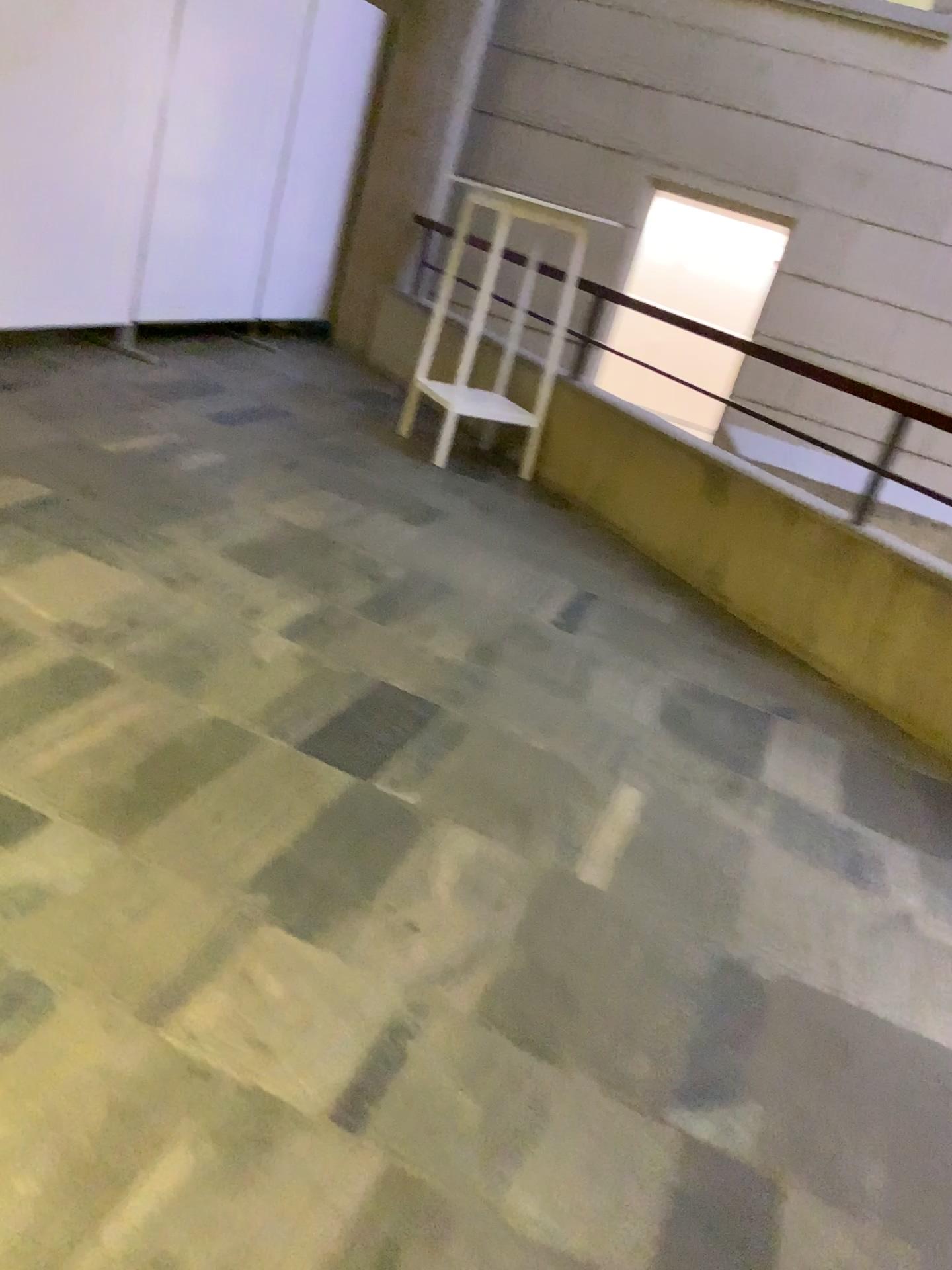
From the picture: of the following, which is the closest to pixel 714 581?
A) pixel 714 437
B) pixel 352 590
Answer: pixel 714 437
